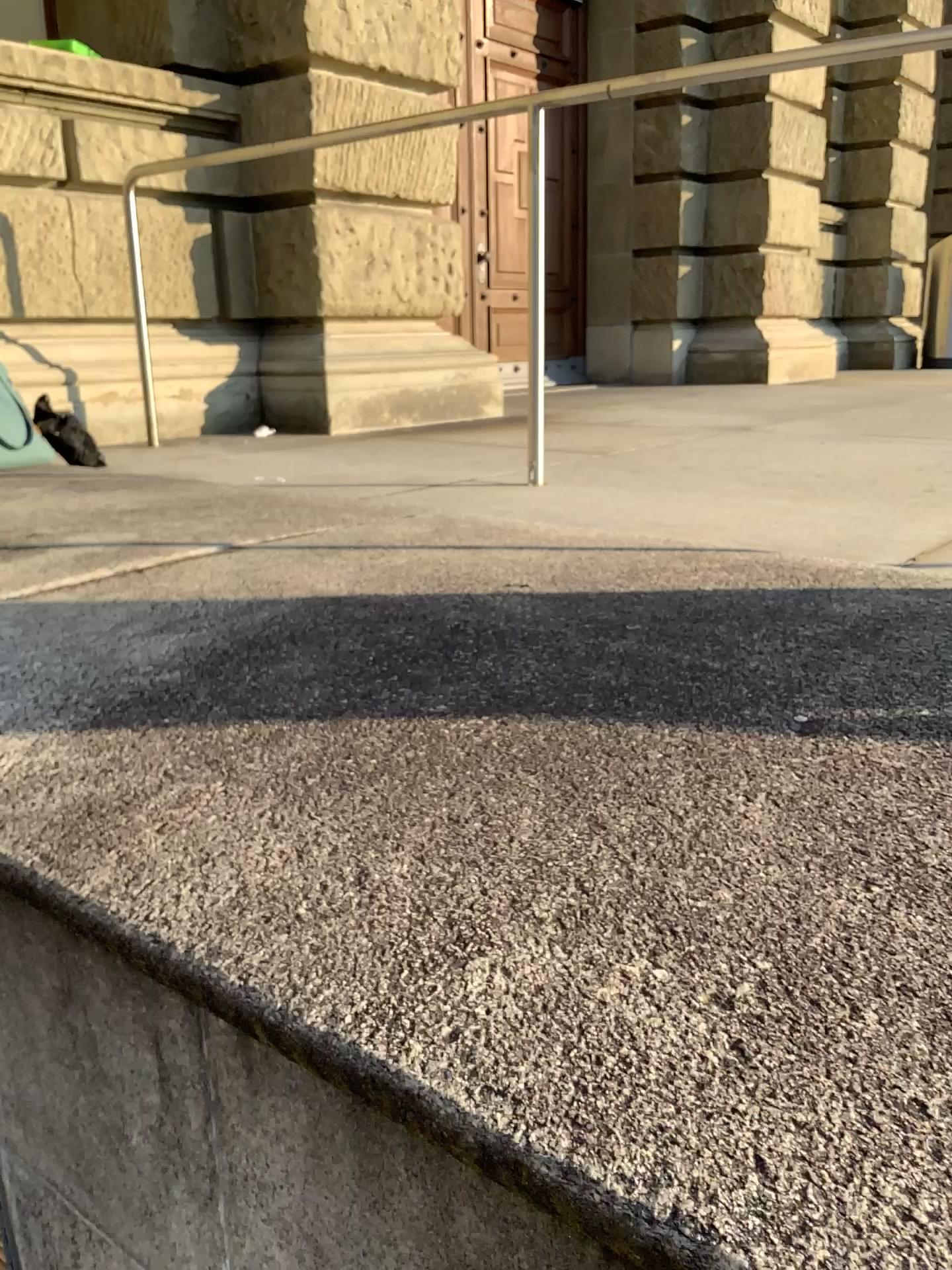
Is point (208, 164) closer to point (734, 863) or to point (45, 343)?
point (45, 343)
